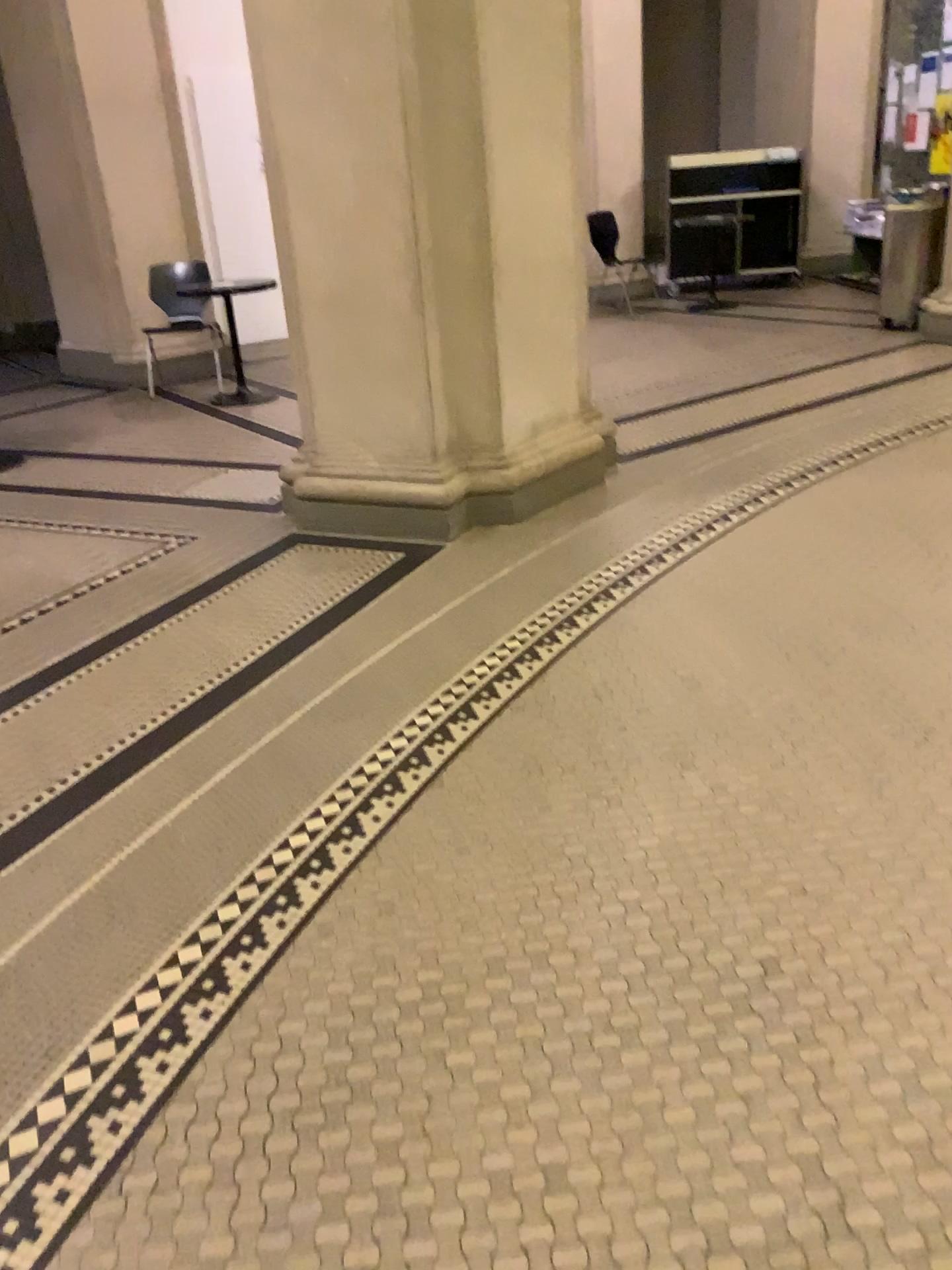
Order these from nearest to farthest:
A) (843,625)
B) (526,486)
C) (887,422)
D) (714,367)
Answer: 1. (843,625)
2. (526,486)
3. (887,422)
4. (714,367)
